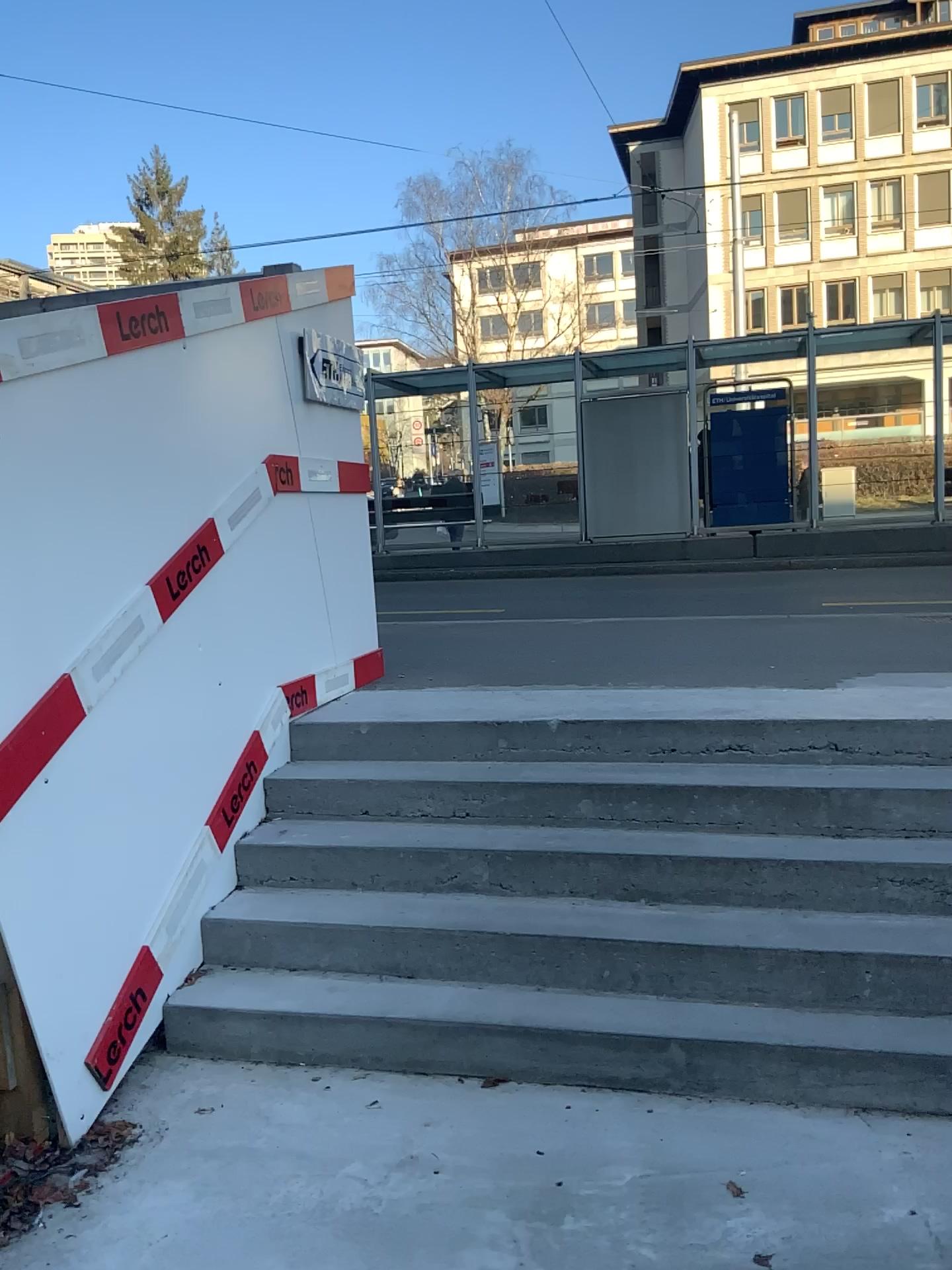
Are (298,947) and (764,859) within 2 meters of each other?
yes
